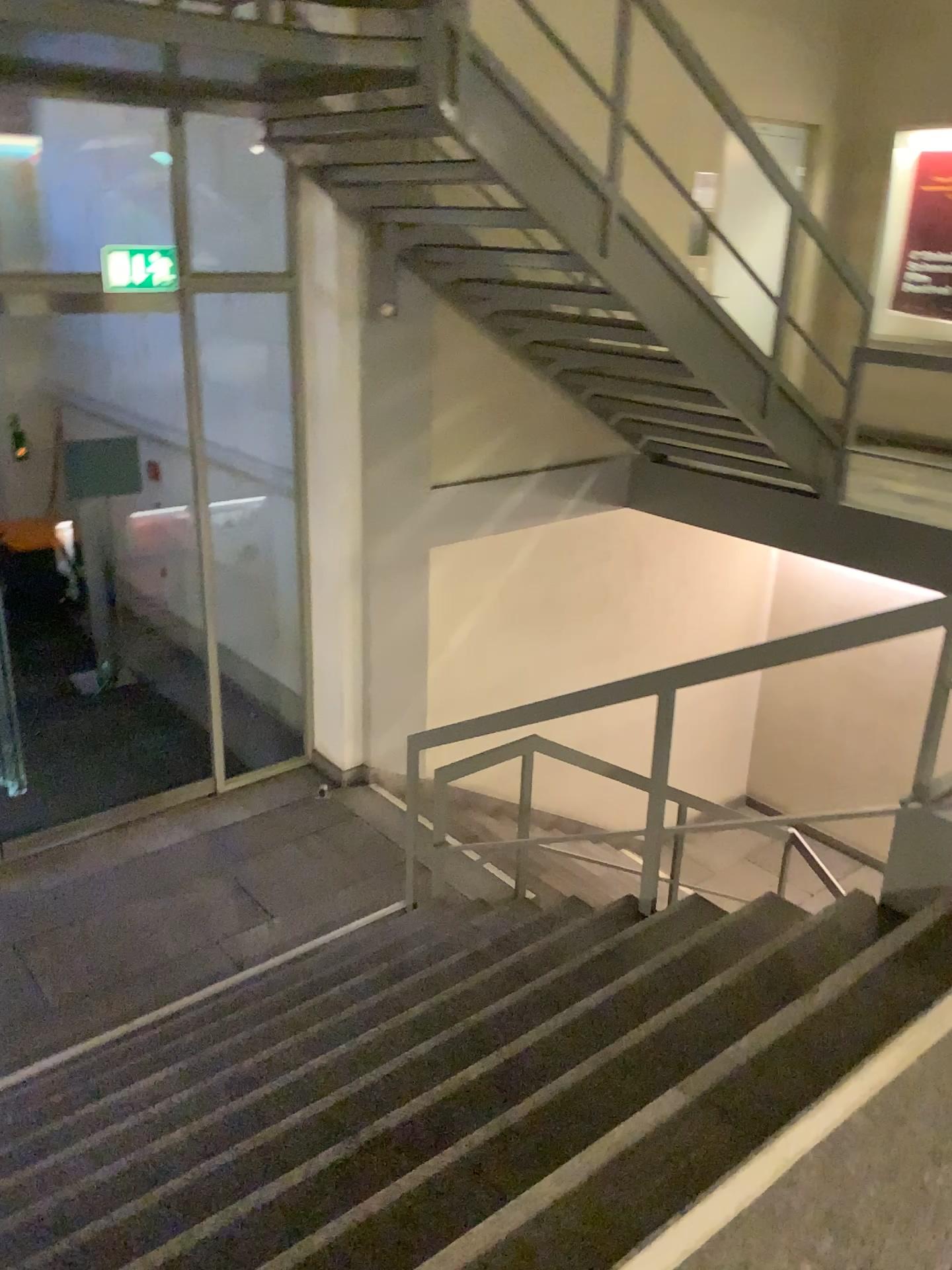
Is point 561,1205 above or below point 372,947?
above

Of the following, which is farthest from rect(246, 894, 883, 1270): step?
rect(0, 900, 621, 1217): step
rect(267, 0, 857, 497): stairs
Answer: rect(267, 0, 857, 497): stairs

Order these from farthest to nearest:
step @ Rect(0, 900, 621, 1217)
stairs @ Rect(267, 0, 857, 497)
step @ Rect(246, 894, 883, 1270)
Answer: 1. stairs @ Rect(267, 0, 857, 497)
2. step @ Rect(0, 900, 621, 1217)
3. step @ Rect(246, 894, 883, 1270)

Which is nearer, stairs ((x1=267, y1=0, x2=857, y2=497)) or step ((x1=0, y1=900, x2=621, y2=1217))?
step ((x1=0, y1=900, x2=621, y2=1217))

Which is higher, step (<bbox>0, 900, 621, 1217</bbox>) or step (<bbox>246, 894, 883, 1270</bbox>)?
step (<bbox>246, 894, 883, 1270</bbox>)

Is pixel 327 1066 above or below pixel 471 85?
below

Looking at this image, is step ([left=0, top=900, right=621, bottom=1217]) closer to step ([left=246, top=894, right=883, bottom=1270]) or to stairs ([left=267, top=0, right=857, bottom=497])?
step ([left=246, top=894, right=883, bottom=1270])

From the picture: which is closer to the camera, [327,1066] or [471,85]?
[327,1066]

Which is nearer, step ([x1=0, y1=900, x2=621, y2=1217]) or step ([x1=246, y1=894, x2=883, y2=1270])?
step ([x1=246, y1=894, x2=883, y2=1270])

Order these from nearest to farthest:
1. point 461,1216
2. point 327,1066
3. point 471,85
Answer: point 461,1216 → point 327,1066 → point 471,85
